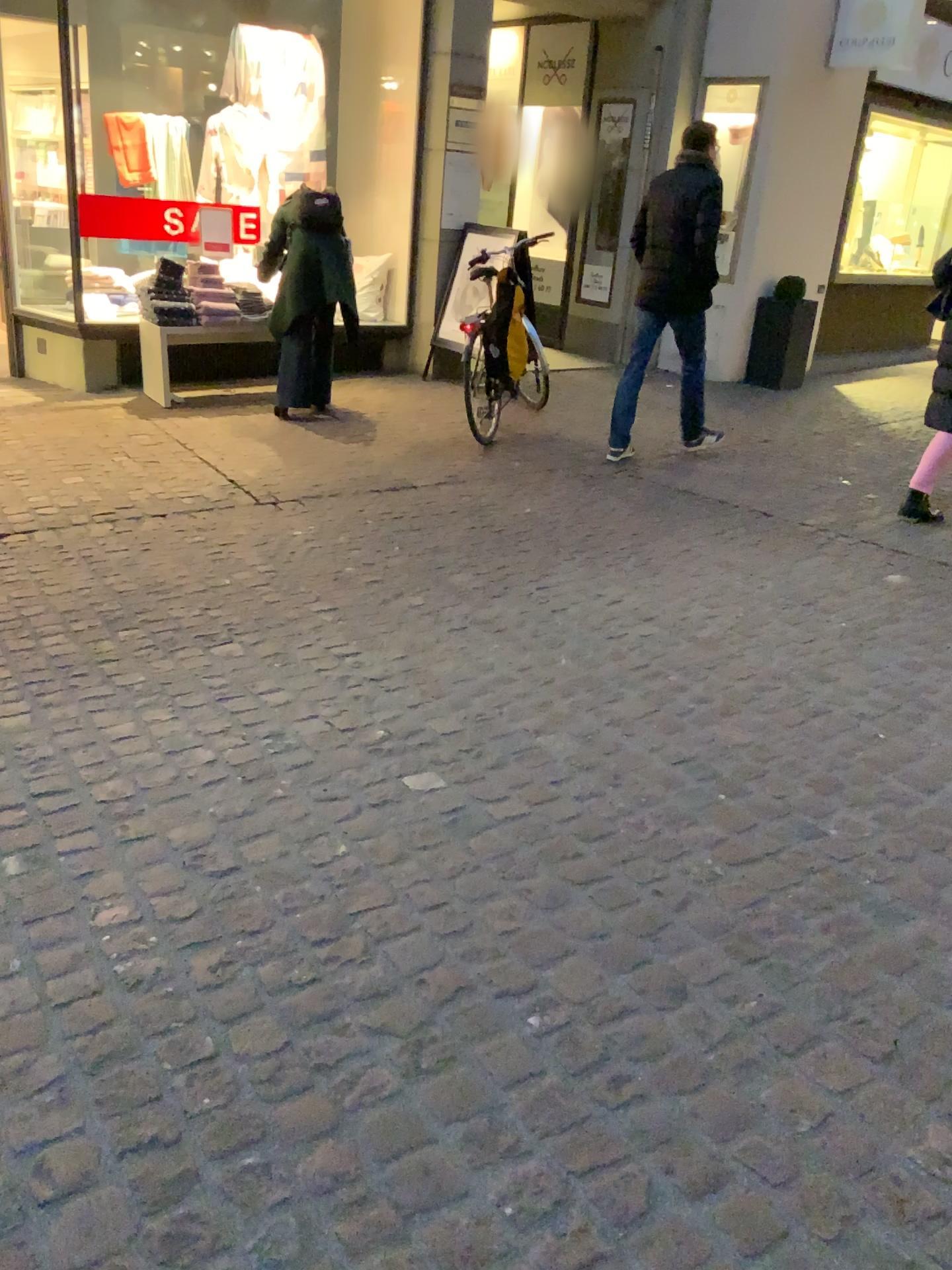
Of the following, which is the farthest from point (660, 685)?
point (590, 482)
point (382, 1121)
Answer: point (590, 482)
